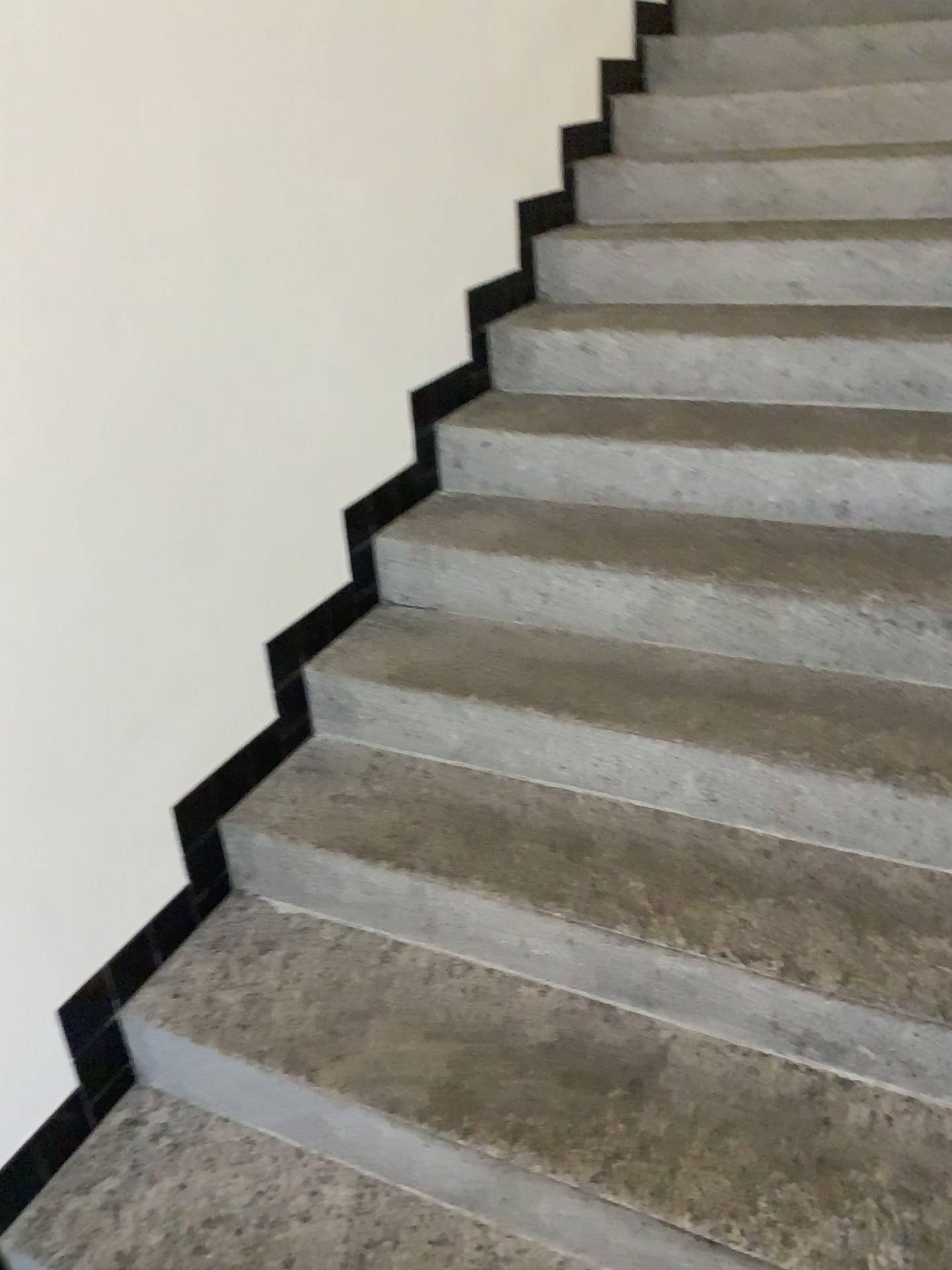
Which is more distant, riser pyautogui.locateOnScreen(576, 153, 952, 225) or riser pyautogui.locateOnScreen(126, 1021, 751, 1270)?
riser pyautogui.locateOnScreen(576, 153, 952, 225)

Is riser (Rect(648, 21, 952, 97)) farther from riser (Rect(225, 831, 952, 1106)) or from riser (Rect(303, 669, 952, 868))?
riser (Rect(225, 831, 952, 1106))

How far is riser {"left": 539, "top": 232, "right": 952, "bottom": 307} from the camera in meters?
2.4 m

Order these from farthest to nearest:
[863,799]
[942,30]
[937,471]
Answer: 1. [942,30]
2. [937,471]
3. [863,799]

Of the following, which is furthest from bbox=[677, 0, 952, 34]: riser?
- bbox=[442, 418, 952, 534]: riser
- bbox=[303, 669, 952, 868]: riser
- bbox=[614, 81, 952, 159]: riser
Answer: bbox=[303, 669, 952, 868]: riser

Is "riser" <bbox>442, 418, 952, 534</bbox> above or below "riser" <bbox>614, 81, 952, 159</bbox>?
below

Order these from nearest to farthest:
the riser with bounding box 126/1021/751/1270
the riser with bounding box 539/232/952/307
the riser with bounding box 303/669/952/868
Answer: the riser with bounding box 126/1021/751/1270 → the riser with bounding box 303/669/952/868 → the riser with bounding box 539/232/952/307

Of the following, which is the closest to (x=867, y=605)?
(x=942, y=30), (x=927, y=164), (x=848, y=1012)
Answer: (x=848, y=1012)

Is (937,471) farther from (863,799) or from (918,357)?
(863,799)

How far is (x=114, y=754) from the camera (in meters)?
1.58
